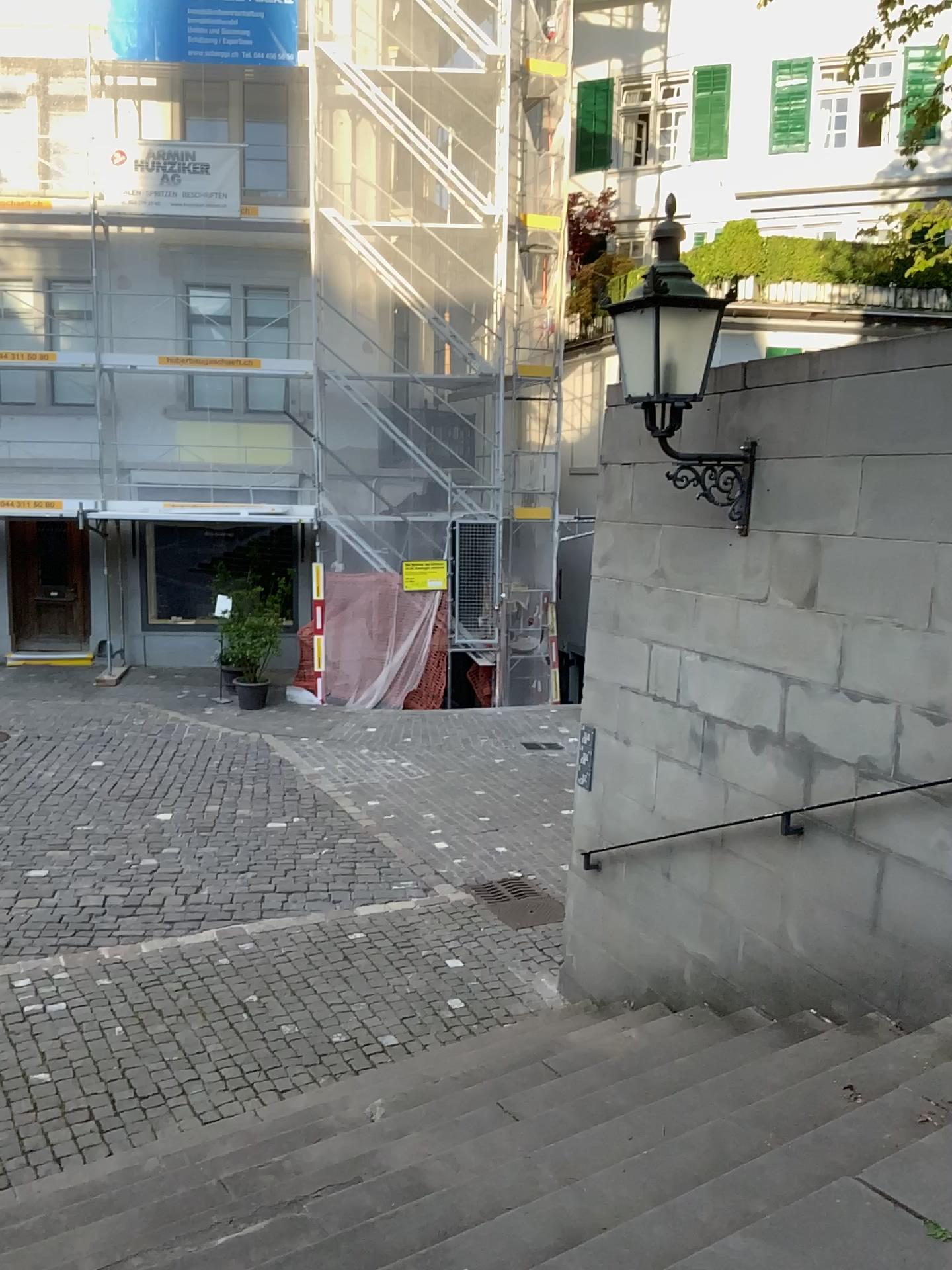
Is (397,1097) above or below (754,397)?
below
